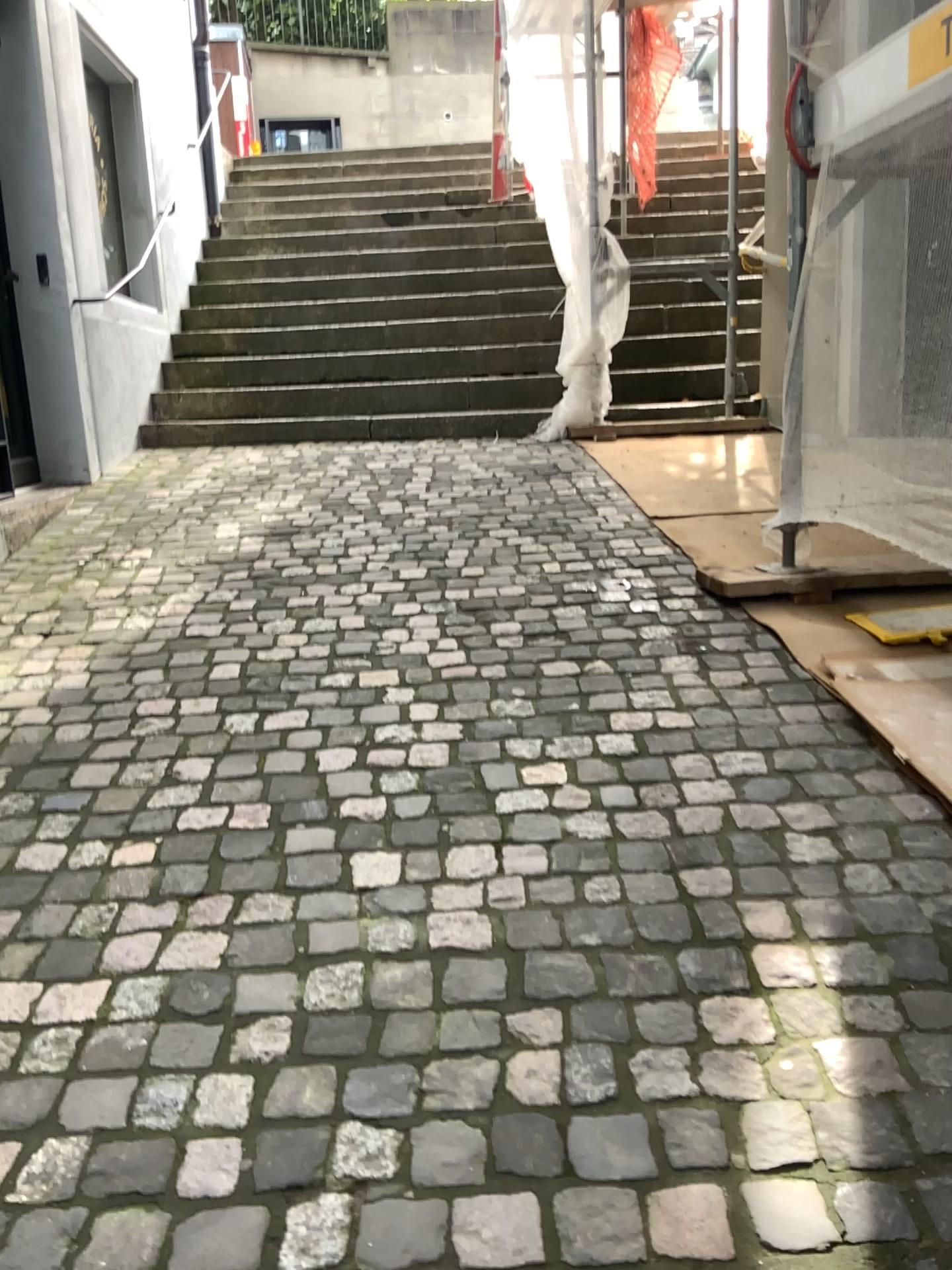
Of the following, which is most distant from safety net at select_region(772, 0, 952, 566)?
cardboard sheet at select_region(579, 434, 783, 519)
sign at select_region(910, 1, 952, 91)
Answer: cardboard sheet at select_region(579, 434, 783, 519)

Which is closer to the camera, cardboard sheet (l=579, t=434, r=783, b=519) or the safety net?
the safety net

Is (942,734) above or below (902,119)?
below

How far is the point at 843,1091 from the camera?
1.34m

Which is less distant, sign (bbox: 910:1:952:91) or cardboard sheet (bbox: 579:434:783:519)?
sign (bbox: 910:1:952:91)

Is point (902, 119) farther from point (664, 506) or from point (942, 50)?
point (664, 506)

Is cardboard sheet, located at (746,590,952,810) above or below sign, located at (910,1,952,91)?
below

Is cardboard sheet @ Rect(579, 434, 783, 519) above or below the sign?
below

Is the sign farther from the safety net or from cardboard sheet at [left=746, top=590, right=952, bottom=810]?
cardboard sheet at [left=746, top=590, right=952, bottom=810]

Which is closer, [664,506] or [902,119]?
[902,119]
